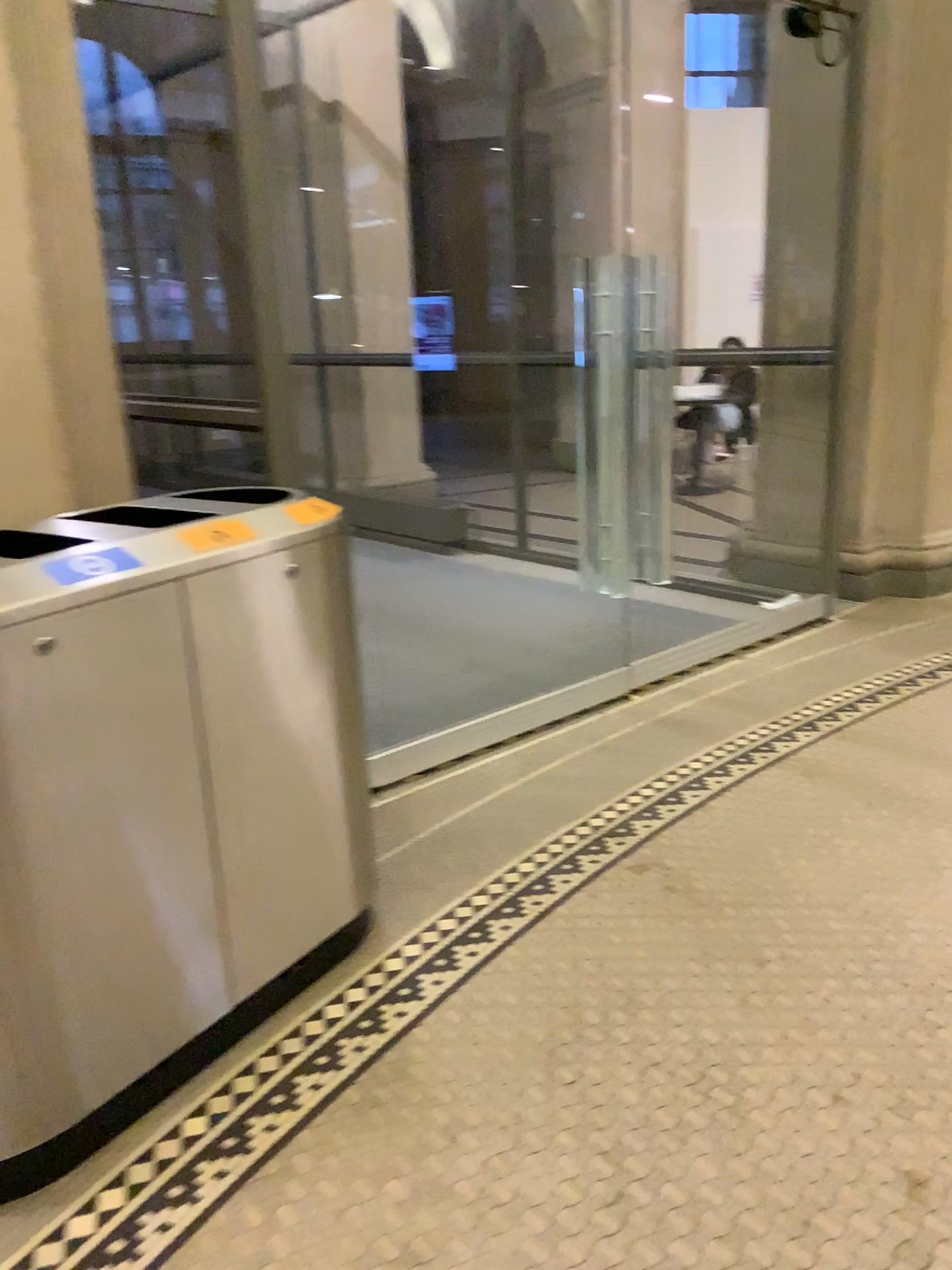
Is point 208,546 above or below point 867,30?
below

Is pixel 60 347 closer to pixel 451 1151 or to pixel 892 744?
pixel 451 1151

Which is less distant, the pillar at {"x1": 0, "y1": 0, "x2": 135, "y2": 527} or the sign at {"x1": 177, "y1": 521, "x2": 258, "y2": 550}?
the sign at {"x1": 177, "y1": 521, "x2": 258, "y2": 550}

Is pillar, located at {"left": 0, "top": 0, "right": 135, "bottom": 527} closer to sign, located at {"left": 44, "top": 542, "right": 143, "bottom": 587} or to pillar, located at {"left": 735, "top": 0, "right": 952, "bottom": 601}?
sign, located at {"left": 44, "top": 542, "right": 143, "bottom": 587}

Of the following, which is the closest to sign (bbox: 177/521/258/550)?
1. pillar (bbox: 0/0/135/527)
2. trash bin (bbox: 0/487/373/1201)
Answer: trash bin (bbox: 0/487/373/1201)

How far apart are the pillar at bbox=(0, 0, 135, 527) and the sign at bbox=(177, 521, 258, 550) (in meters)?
0.50

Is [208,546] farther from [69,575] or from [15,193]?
[15,193]

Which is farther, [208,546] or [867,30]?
[867,30]

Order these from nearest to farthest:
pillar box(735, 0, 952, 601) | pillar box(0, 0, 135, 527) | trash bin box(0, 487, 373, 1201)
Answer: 1. trash bin box(0, 487, 373, 1201)
2. pillar box(0, 0, 135, 527)
3. pillar box(735, 0, 952, 601)

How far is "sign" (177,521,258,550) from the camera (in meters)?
1.90
